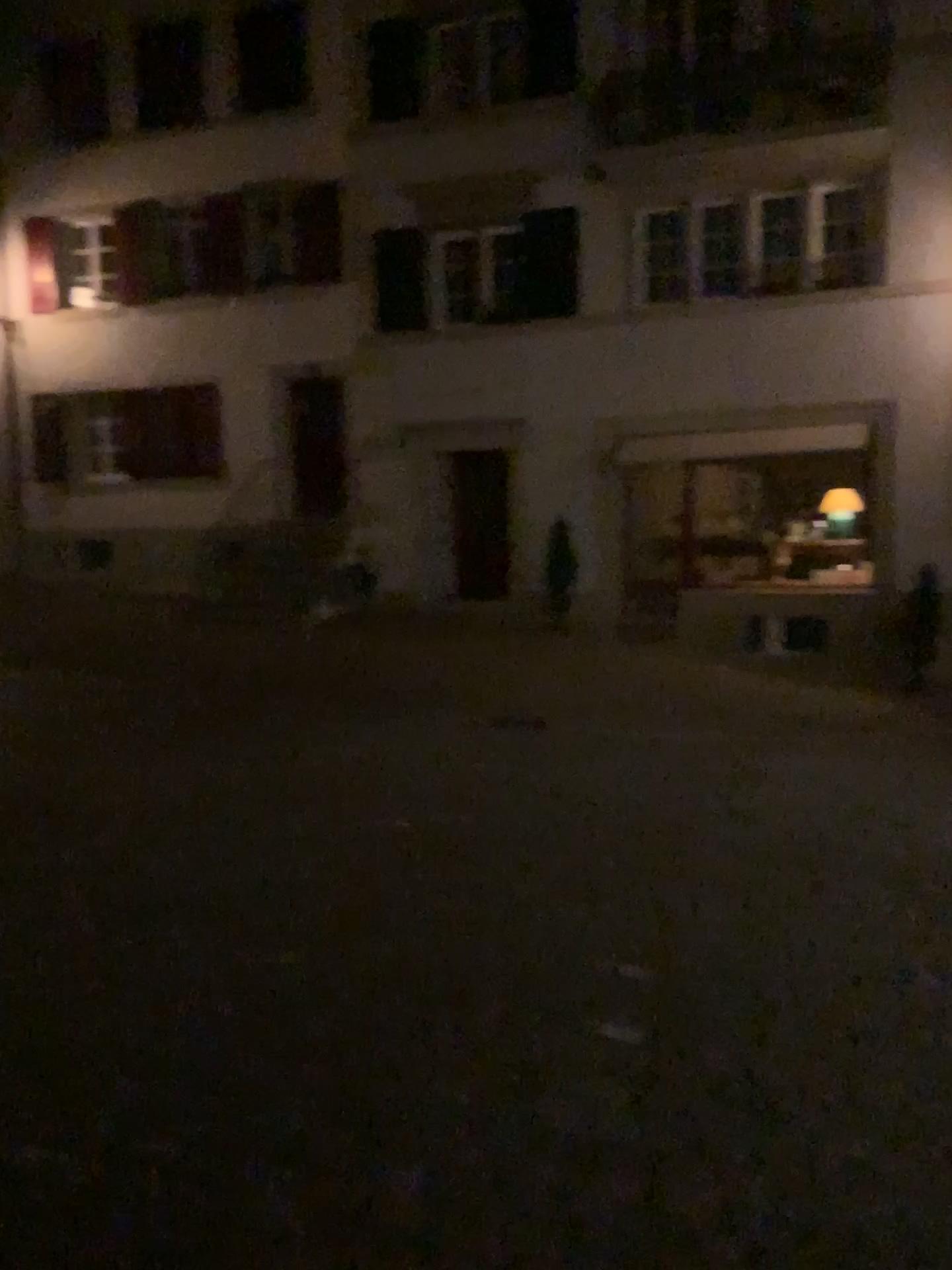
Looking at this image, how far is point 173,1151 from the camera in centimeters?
261cm
